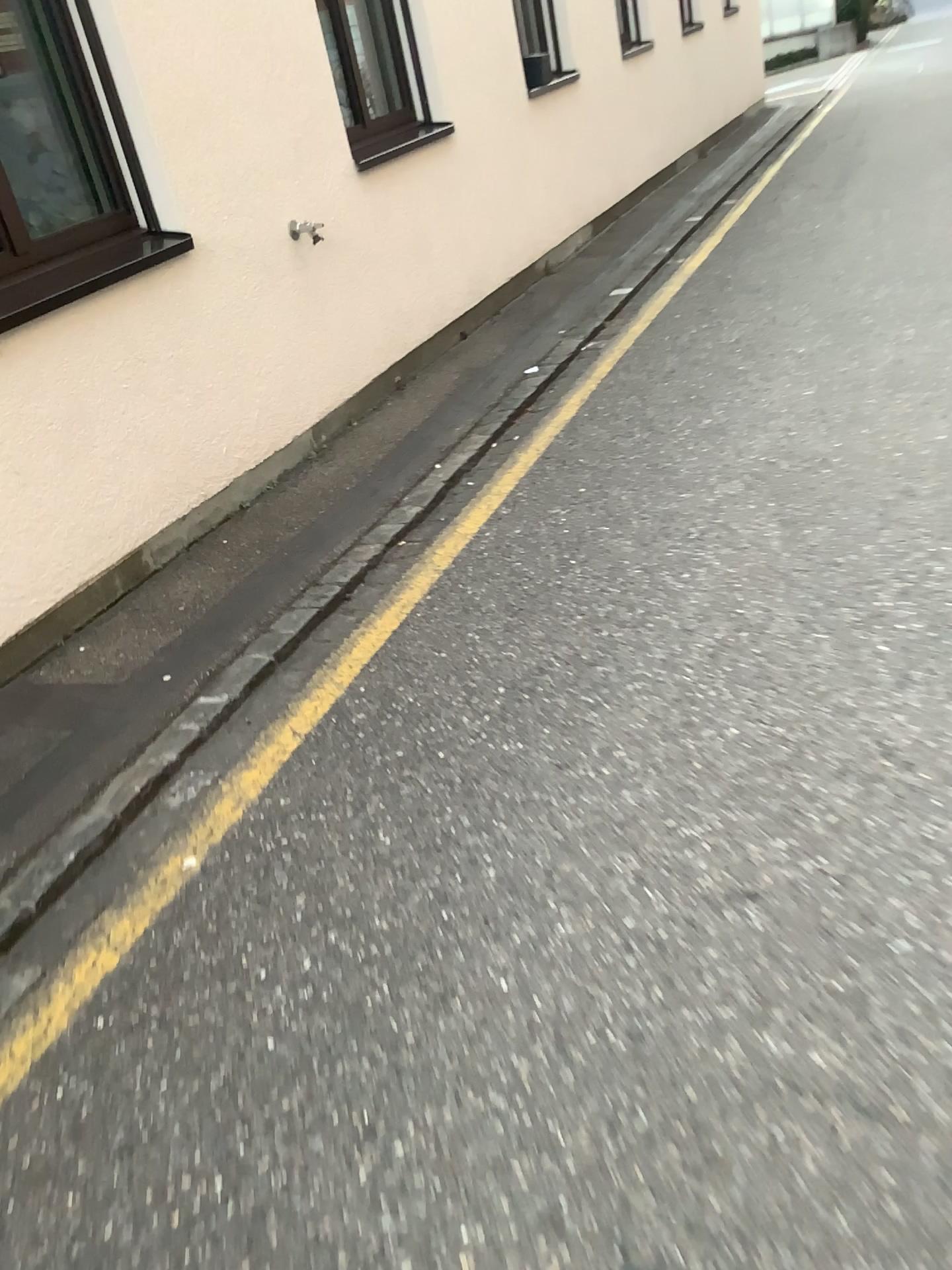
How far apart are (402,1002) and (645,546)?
1.8 meters

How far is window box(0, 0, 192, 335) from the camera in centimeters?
325cm

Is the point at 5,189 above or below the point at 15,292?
above

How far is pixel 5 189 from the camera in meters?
3.3
